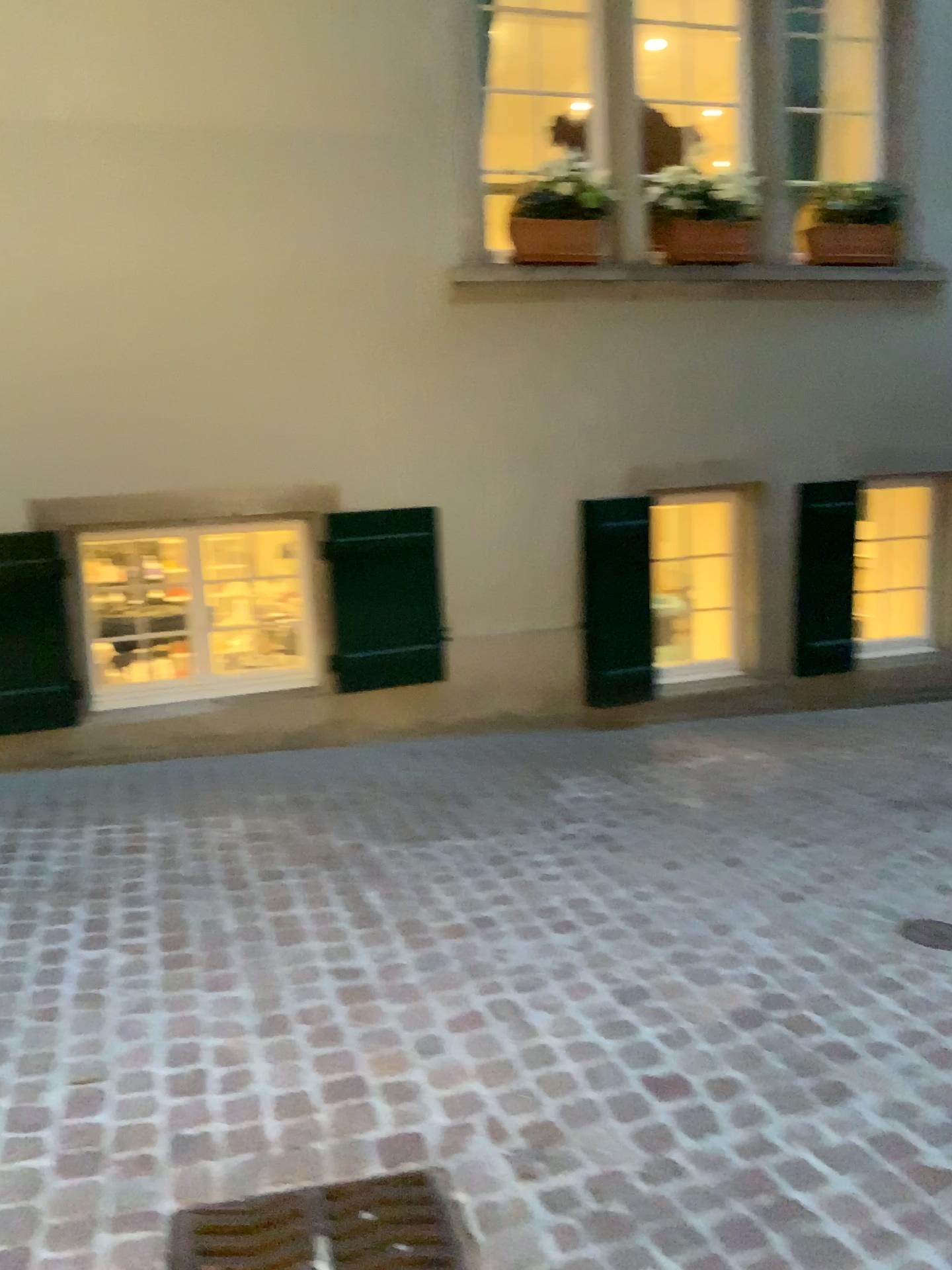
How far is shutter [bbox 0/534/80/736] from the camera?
4.38m

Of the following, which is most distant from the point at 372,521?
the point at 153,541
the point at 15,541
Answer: the point at 15,541

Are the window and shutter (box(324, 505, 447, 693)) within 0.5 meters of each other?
yes

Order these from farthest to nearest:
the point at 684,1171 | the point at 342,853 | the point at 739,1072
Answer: the point at 342,853 < the point at 739,1072 < the point at 684,1171

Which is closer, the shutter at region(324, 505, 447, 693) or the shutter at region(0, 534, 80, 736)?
the shutter at region(0, 534, 80, 736)

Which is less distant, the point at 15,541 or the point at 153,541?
the point at 15,541

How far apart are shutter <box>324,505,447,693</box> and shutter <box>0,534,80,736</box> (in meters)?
1.16

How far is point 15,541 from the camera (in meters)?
4.38

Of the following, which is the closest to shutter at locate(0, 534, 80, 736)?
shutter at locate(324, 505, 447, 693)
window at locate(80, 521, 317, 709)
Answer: window at locate(80, 521, 317, 709)

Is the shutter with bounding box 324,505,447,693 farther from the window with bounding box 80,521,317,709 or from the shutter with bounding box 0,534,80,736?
the shutter with bounding box 0,534,80,736
